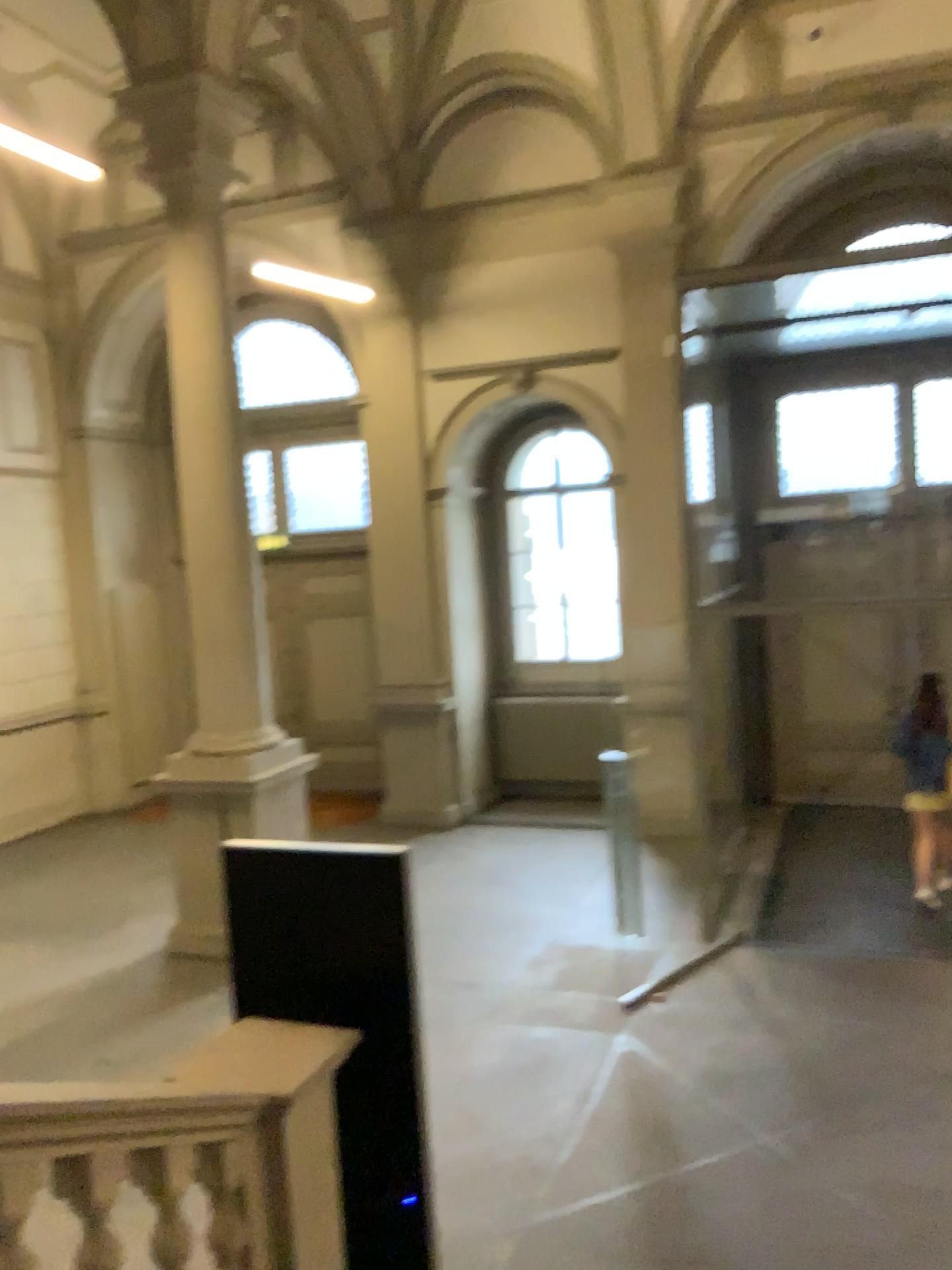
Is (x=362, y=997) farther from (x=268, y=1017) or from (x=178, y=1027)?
(x=178, y=1027)
